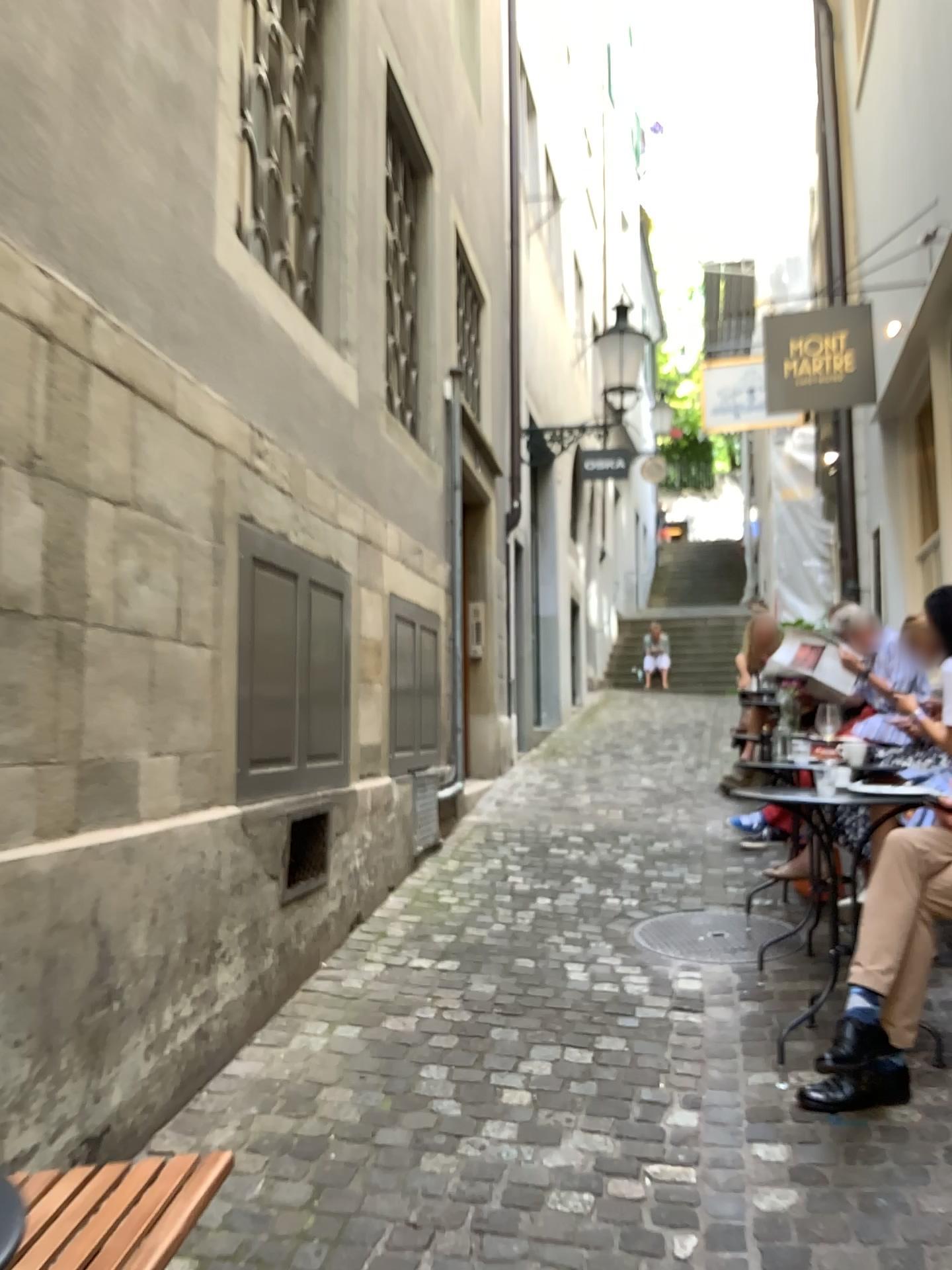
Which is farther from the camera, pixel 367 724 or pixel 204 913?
pixel 367 724

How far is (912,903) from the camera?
2.6m

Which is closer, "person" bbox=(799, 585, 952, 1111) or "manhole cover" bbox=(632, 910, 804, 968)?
A: "person" bbox=(799, 585, 952, 1111)

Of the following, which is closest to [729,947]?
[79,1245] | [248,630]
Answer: [248,630]

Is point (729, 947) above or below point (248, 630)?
below

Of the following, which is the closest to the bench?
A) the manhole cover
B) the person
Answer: the person

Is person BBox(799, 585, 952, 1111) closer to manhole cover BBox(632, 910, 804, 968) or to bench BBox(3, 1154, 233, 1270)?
manhole cover BBox(632, 910, 804, 968)

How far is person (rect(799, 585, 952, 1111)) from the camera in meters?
2.6

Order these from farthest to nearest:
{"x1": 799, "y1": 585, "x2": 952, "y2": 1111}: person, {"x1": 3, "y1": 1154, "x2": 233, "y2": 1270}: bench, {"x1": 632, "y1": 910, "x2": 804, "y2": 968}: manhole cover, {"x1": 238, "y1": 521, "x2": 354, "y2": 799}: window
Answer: {"x1": 632, "y1": 910, "x2": 804, "y2": 968}: manhole cover → {"x1": 238, "y1": 521, "x2": 354, "y2": 799}: window → {"x1": 799, "y1": 585, "x2": 952, "y2": 1111}: person → {"x1": 3, "y1": 1154, "x2": 233, "y2": 1270}: bench

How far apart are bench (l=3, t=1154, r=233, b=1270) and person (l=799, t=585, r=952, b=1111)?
1.6m
